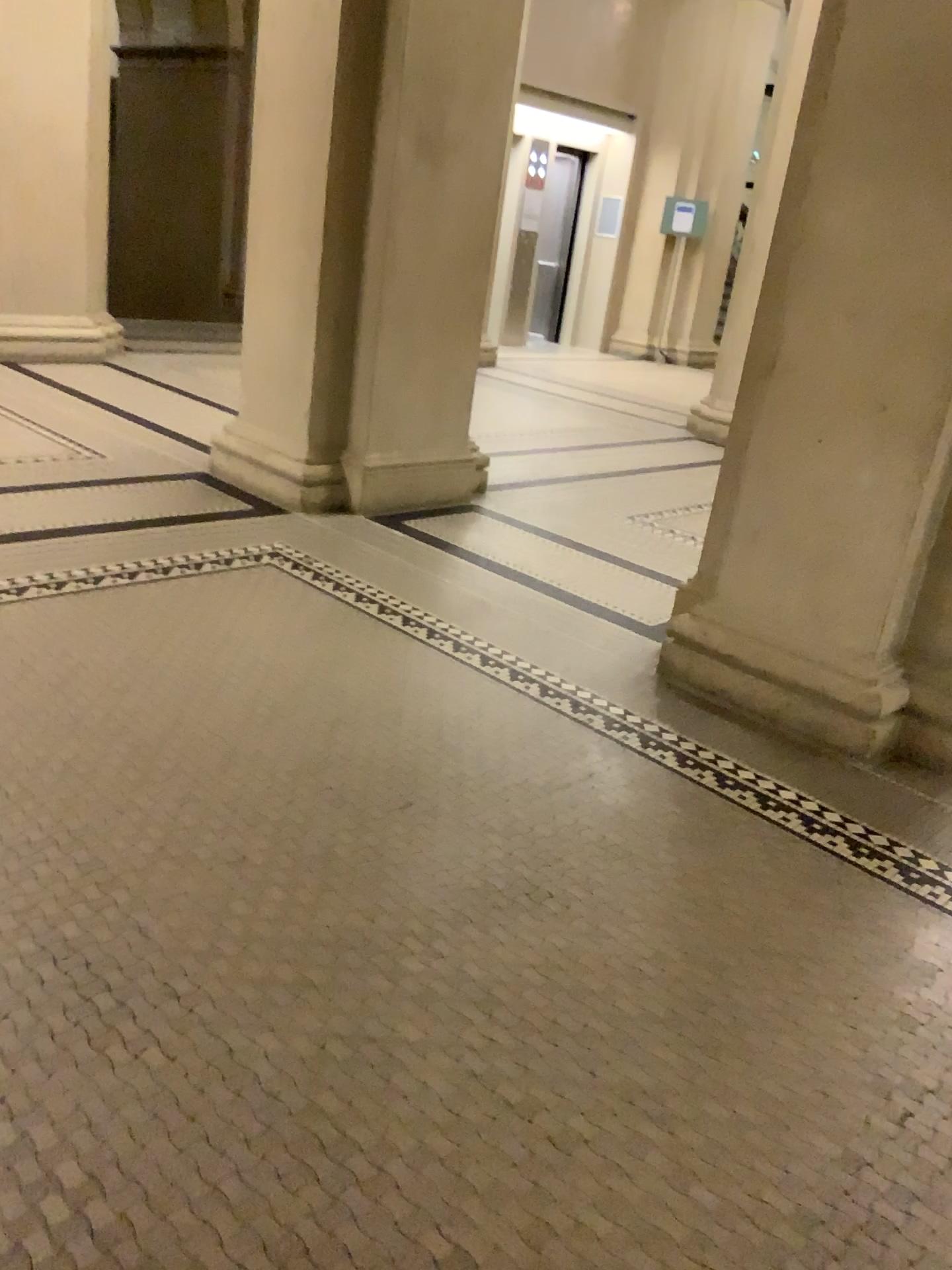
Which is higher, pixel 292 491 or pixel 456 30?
pixel 456 30

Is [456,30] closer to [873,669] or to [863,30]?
[863,30]

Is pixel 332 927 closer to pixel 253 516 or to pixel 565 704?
pixel 565 704

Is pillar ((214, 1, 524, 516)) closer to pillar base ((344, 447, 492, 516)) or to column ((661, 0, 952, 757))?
pillar base ((344, 447, 492, 516))

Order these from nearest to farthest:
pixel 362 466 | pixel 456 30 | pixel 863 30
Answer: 1. pixel 863 30
2. pixel 456 30
3. pixel 362 466

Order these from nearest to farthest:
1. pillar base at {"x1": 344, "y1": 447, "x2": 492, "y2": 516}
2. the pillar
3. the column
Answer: the column, the pillar, pillar base at {"x1": 344, "y1": 447, "x2": 492, "y2": 516}

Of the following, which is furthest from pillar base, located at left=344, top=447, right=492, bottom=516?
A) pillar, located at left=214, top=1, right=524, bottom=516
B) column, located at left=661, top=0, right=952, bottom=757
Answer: column, located at left=661, top=0, right=952, bottom=757

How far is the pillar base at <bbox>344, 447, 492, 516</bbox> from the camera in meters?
4.6 m

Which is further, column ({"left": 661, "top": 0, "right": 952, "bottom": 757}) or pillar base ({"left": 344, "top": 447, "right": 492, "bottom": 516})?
pillar base ({"left": 344, "top": 447, "right": 492, "bottom": 516})

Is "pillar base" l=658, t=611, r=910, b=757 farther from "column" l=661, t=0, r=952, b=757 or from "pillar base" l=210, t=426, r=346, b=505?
"pillar base" l=210, t=426, r=346, b=505
